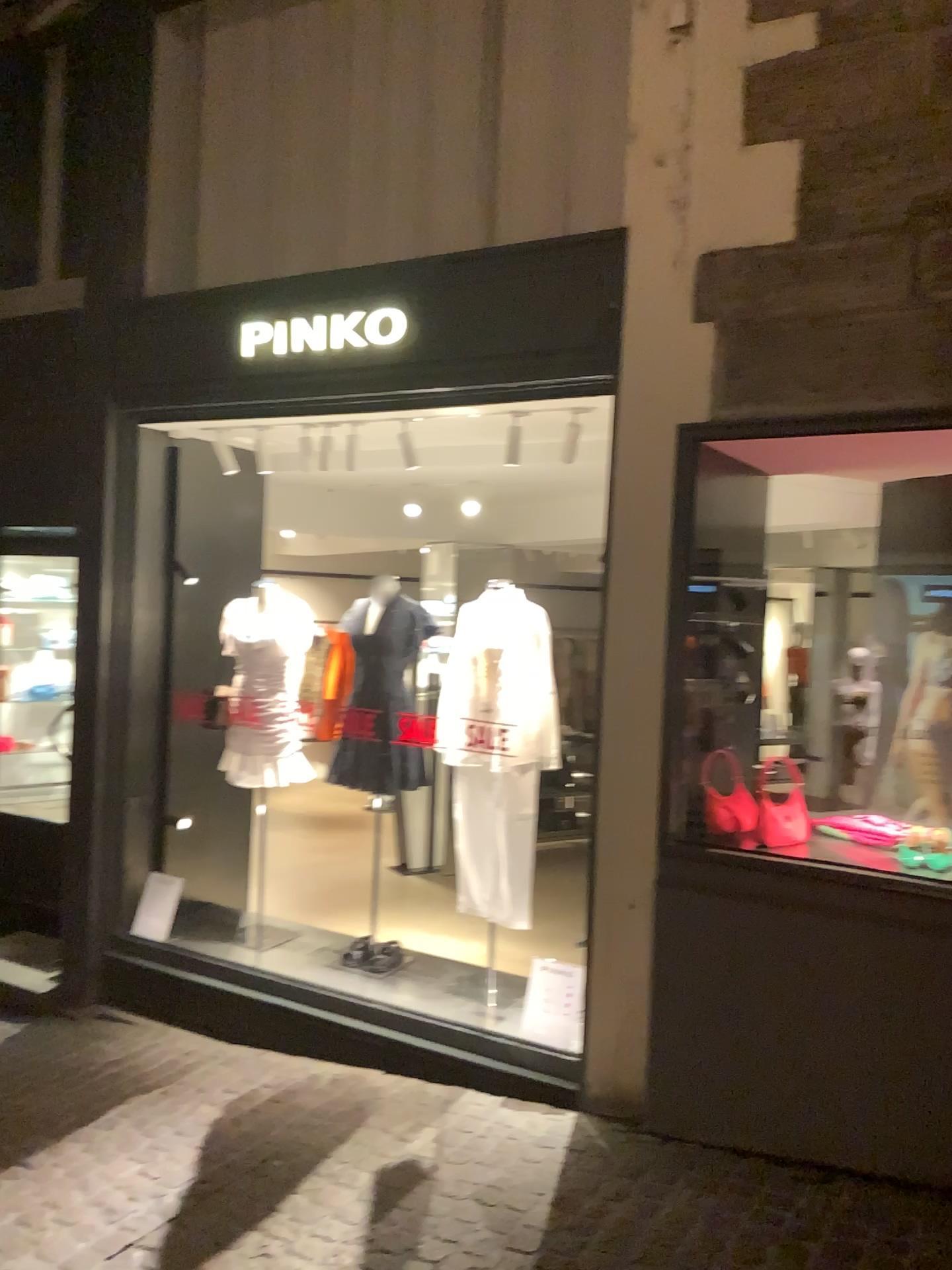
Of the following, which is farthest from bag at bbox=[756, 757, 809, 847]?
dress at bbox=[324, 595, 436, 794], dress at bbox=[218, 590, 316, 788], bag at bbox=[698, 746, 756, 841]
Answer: dress at bbox=[218, 590, 316, 788]

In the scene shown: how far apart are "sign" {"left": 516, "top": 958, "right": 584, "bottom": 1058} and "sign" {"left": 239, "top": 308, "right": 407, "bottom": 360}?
2.56m

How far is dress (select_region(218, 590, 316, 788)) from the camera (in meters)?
4.87

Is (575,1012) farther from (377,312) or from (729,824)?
(377,312)

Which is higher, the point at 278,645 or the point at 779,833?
the point at 278,645

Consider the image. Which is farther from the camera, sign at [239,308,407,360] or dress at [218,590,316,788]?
dress at [218,590,316,788]

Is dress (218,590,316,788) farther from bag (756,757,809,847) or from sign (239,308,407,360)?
bag (756,757,809,847)

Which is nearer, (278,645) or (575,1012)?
(575,1012)

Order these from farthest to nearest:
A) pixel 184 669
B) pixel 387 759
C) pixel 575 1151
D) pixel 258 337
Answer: pixel 184 669 → pixel 387 759 → pixel 258 337 → pixel 575 1151

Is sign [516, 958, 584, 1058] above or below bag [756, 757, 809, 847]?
below
